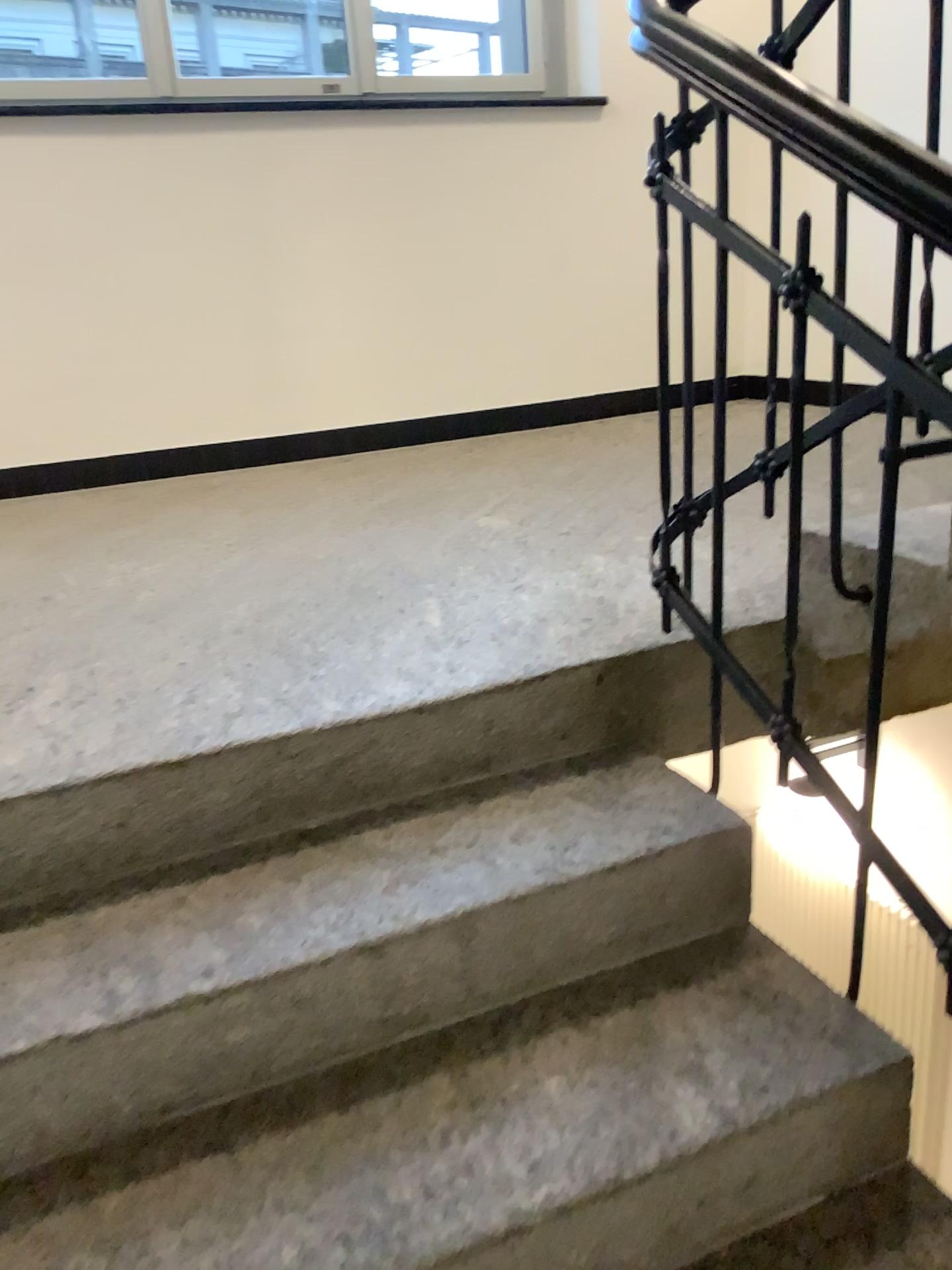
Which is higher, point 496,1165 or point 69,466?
point 69,466

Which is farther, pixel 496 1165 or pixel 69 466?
pixel 69 466

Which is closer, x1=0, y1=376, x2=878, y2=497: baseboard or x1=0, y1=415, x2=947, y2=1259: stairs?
x1=0, y1=415, x2=947, y2=1259: stairs

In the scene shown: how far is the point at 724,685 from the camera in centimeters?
168cm
